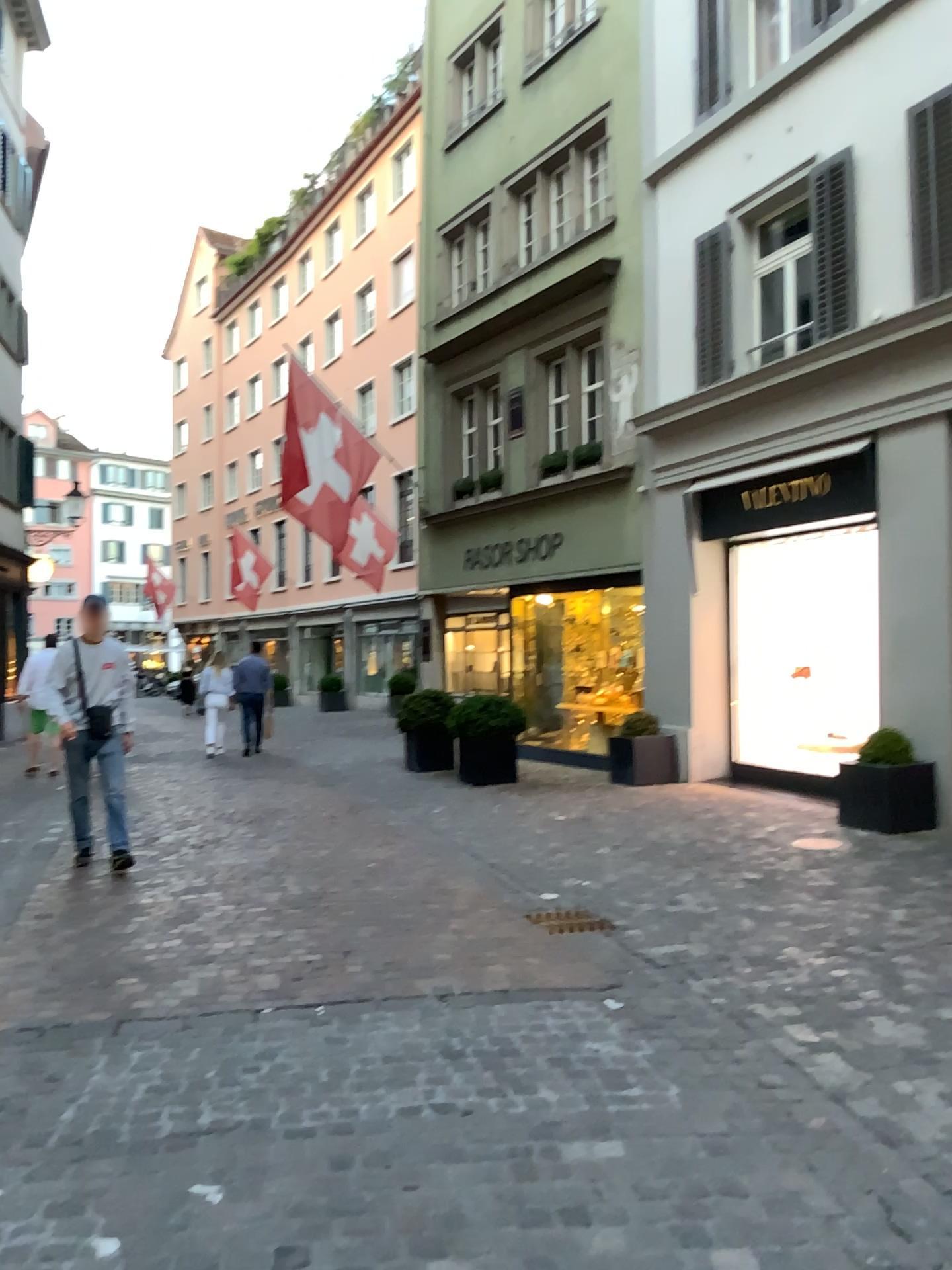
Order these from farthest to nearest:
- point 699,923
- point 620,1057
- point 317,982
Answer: point 699,923
point 317,982
point 620,1057
